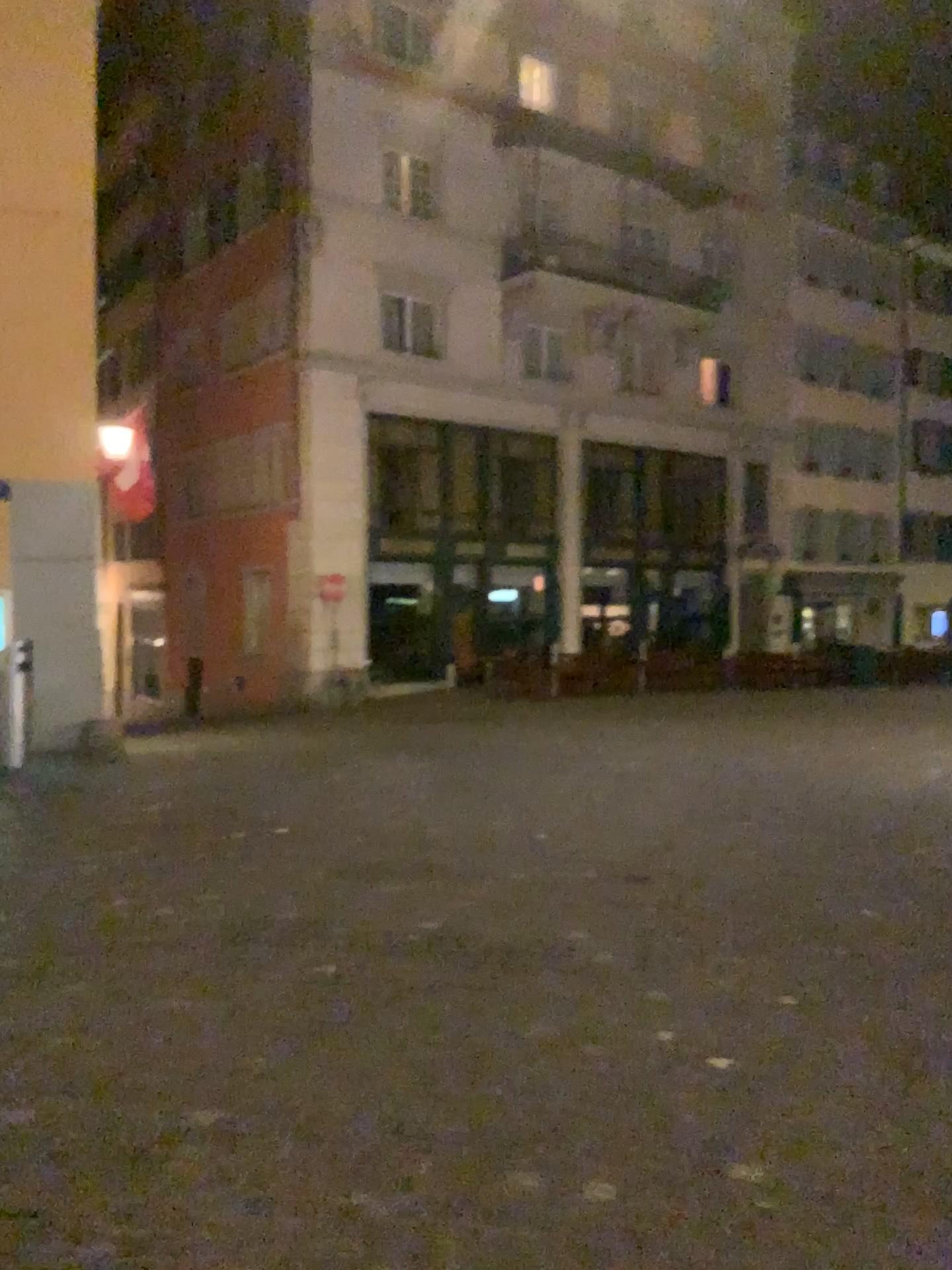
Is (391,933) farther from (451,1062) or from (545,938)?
(451,1062)
